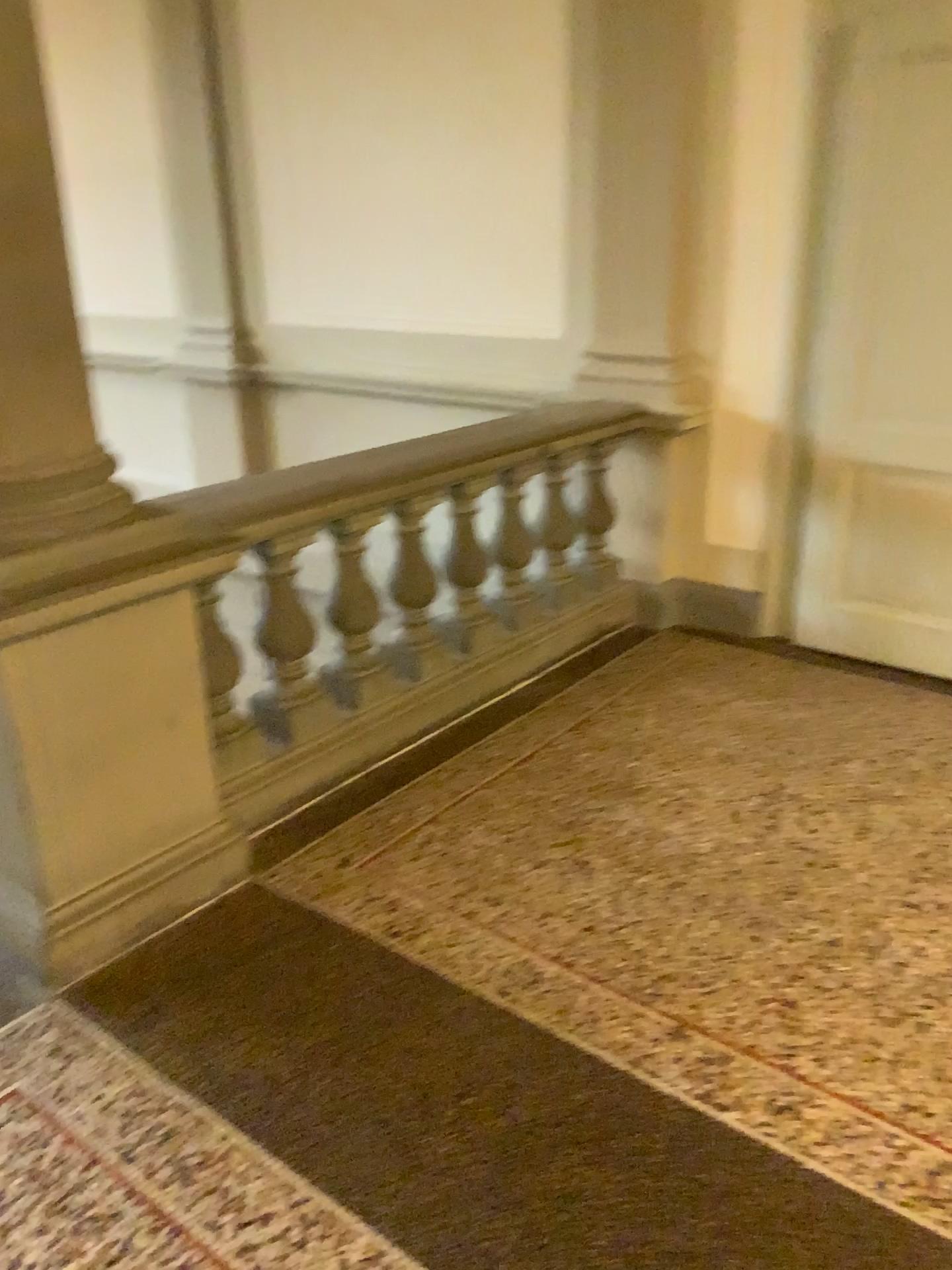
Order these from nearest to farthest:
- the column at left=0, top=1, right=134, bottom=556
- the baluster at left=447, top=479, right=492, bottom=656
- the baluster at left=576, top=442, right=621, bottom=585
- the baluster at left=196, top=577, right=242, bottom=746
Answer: the column at left=0, top=1, right=134, bottom=556, the baluster at left=196, top=577, right=242, bottom=746, the baluster at left=447, top=479, right=492, bottom=656, the baluster at left=576, top=442, right=621, bottom=585

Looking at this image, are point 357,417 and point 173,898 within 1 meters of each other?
no

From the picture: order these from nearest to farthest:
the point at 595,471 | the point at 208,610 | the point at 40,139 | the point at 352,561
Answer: the point at 40,139 < the point at 208,610 < the point at 352,561 < the point at 595,471

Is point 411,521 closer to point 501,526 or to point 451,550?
point 451,550

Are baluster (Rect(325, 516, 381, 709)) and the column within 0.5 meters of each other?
no

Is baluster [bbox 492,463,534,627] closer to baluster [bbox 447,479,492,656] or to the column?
baluster [bbox 447,479,492,656]

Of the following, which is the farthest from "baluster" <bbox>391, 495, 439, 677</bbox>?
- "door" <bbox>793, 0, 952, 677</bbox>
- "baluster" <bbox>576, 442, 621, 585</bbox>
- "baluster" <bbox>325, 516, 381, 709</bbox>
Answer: "door" <bbox>793, 0, 952, 677</bbox>

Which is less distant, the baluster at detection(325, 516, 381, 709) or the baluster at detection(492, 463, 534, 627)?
the baluster at detection(325, 516, 381, 709)

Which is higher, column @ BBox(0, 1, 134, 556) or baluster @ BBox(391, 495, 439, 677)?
column @ BBox(0, 1, 134, 556)

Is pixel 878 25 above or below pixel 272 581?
above
